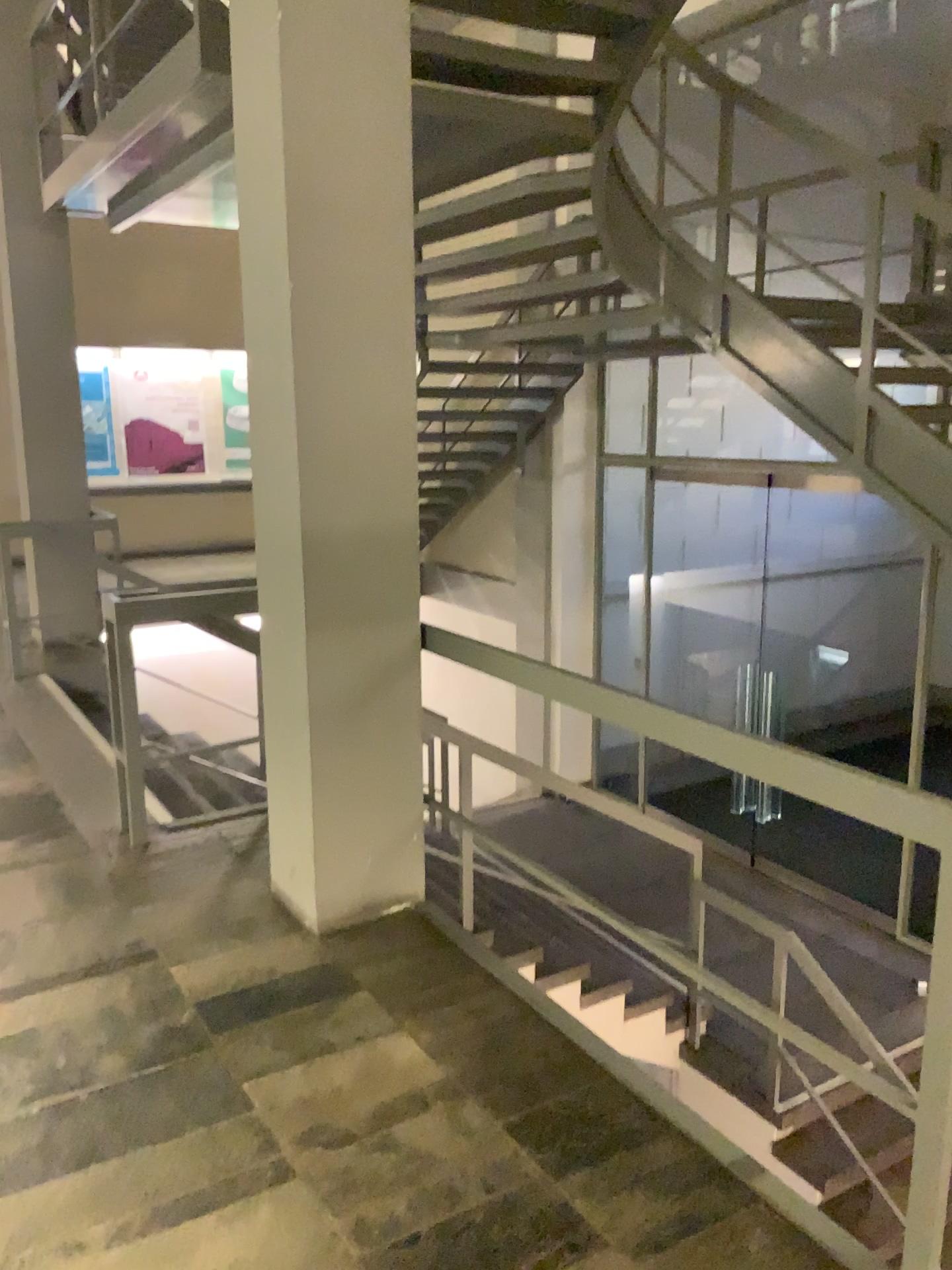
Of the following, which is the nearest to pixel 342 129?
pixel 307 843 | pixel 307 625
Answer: pixel 307 625
